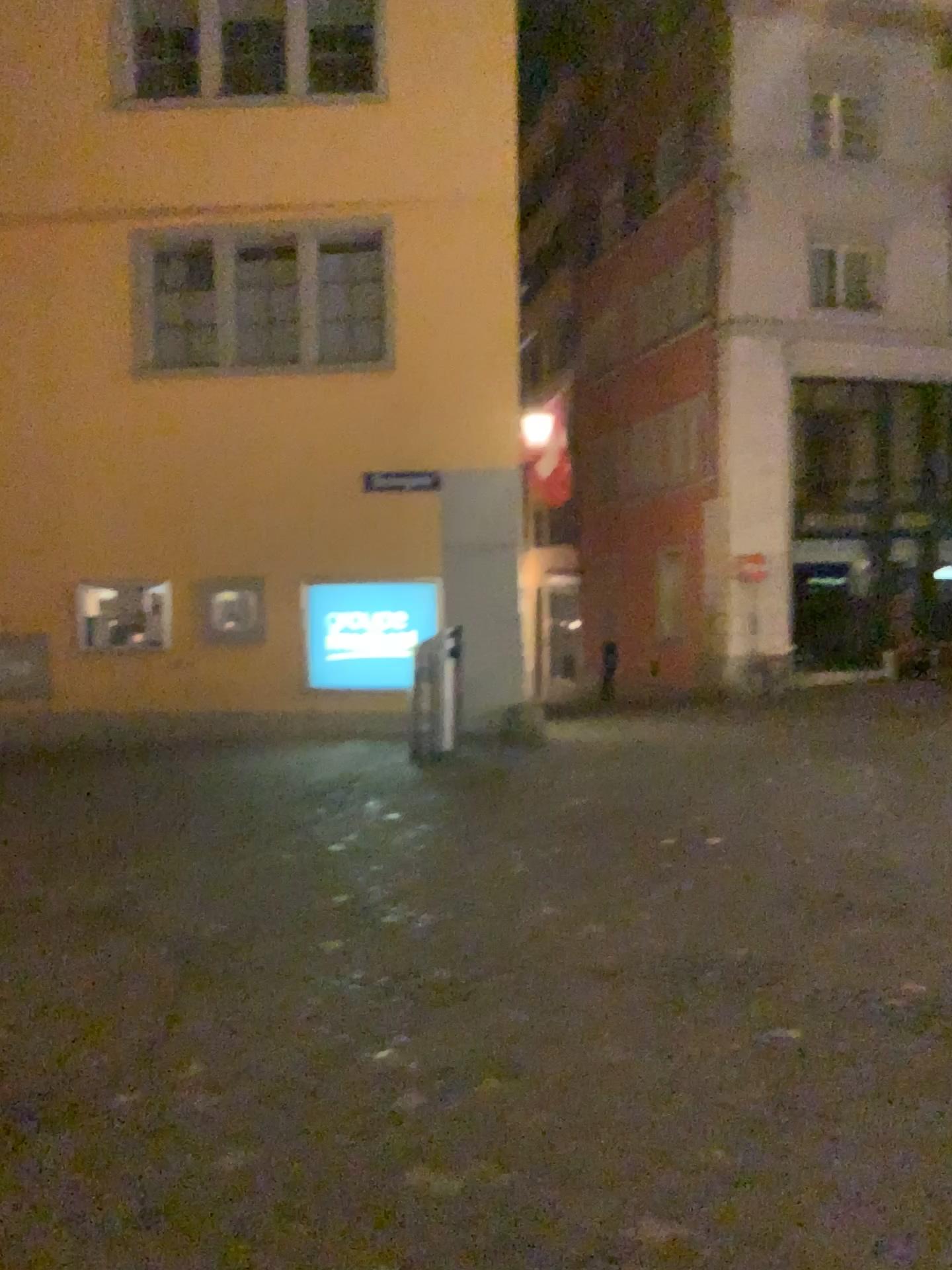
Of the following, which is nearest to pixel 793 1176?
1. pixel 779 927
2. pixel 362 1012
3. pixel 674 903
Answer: pixel 362 1012
